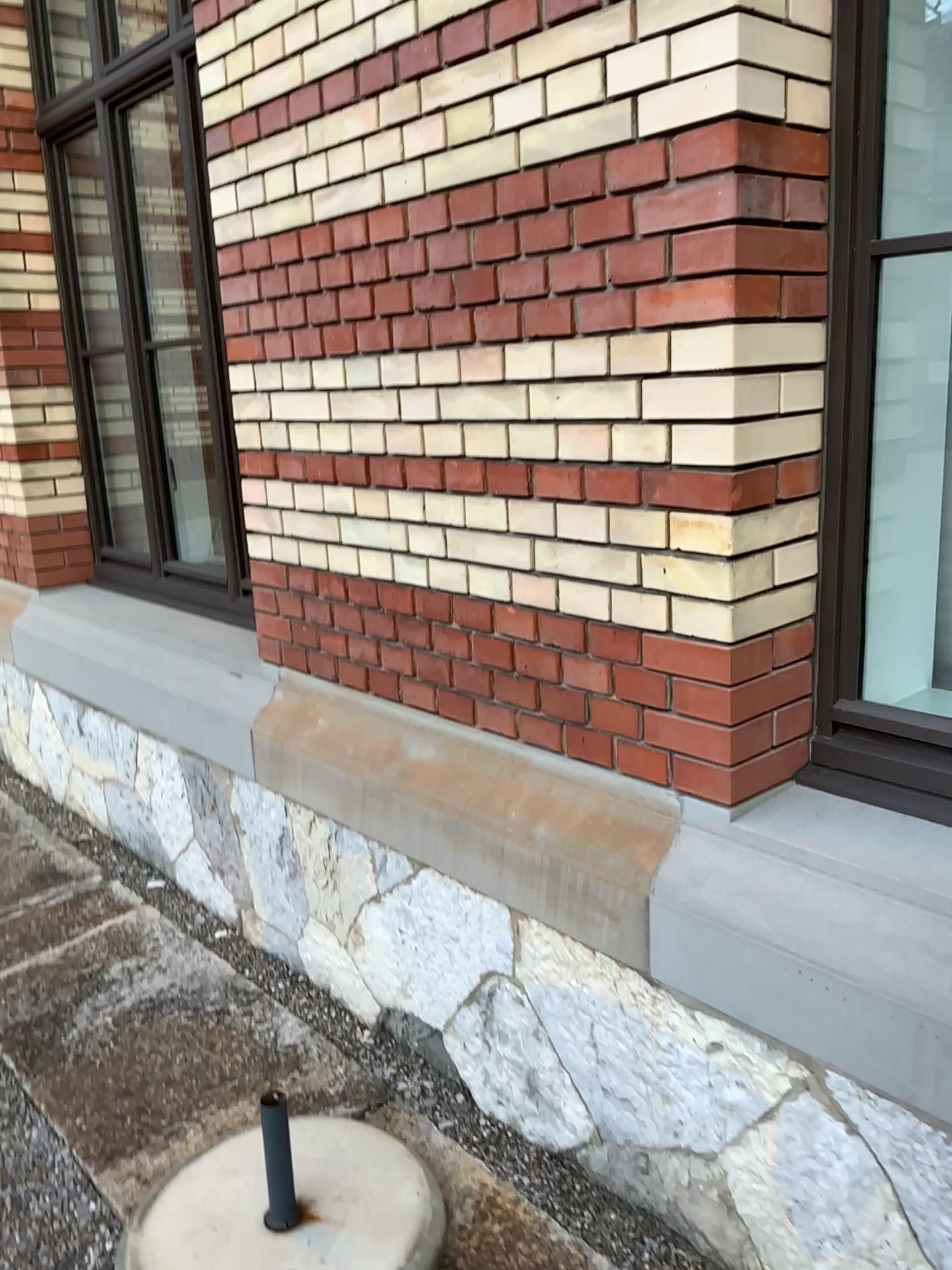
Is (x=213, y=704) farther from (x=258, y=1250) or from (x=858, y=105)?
(x=858, y=105)

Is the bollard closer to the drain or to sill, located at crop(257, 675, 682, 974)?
the drain

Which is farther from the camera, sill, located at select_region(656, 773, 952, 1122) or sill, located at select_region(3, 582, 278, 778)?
sill, located at select_region(3, 582, 278, 778)

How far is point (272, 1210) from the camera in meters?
1.9 m

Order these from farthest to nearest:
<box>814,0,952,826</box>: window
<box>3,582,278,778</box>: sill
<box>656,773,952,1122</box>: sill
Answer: <box>3,582,278,778</box>: sill → <box>814,0,952,826</box>: window → <box>656,773,952,1122</box>: sill

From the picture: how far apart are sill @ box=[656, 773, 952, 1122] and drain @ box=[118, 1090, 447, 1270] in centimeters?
65cm

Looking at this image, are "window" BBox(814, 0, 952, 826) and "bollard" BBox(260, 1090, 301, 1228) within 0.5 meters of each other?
no

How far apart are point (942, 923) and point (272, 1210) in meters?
1.3 m

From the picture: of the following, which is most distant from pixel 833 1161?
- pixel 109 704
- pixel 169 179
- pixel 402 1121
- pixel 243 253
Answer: pixel 169 179

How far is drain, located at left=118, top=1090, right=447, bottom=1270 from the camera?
1.9m
